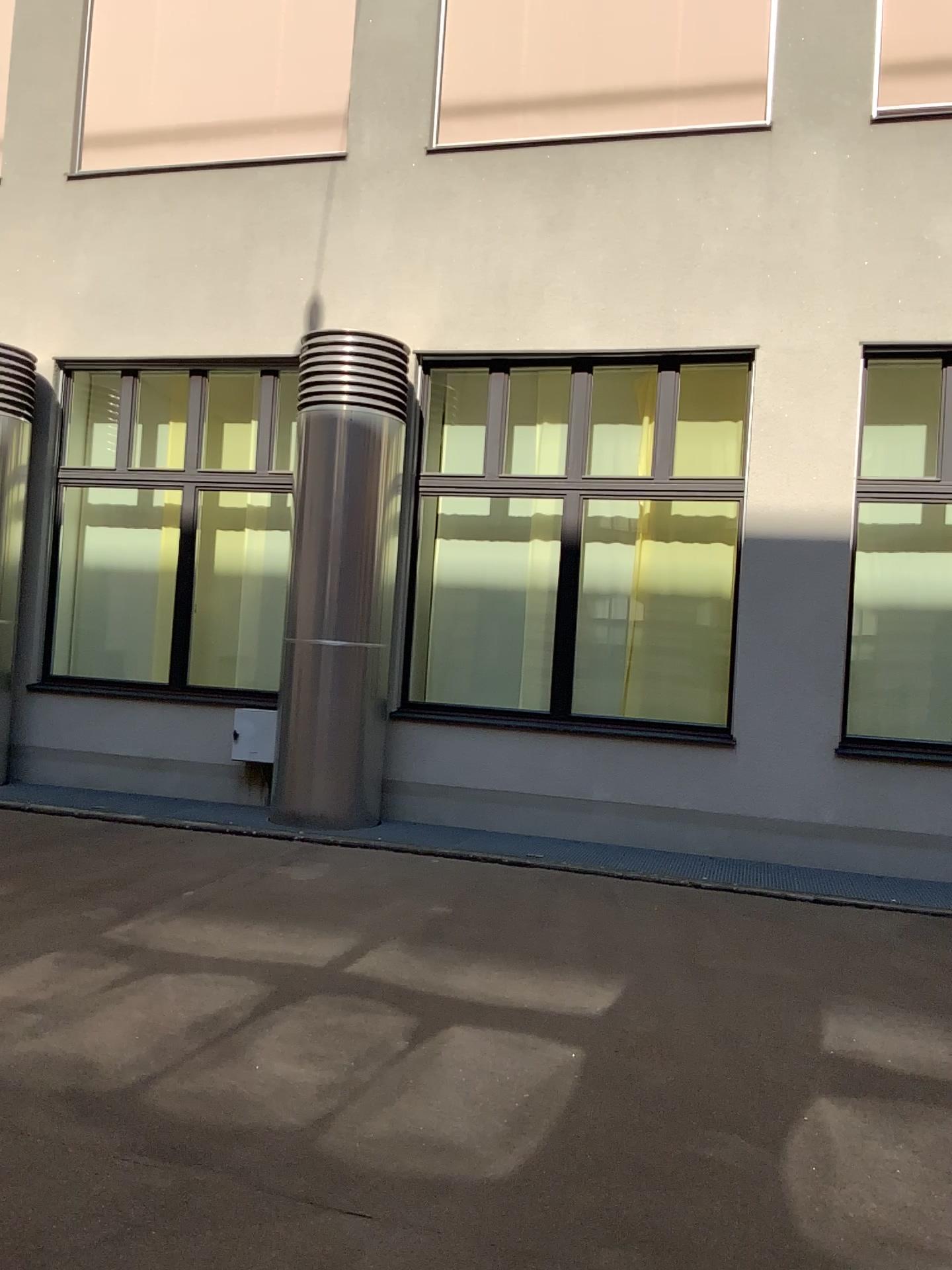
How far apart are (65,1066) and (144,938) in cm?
138
